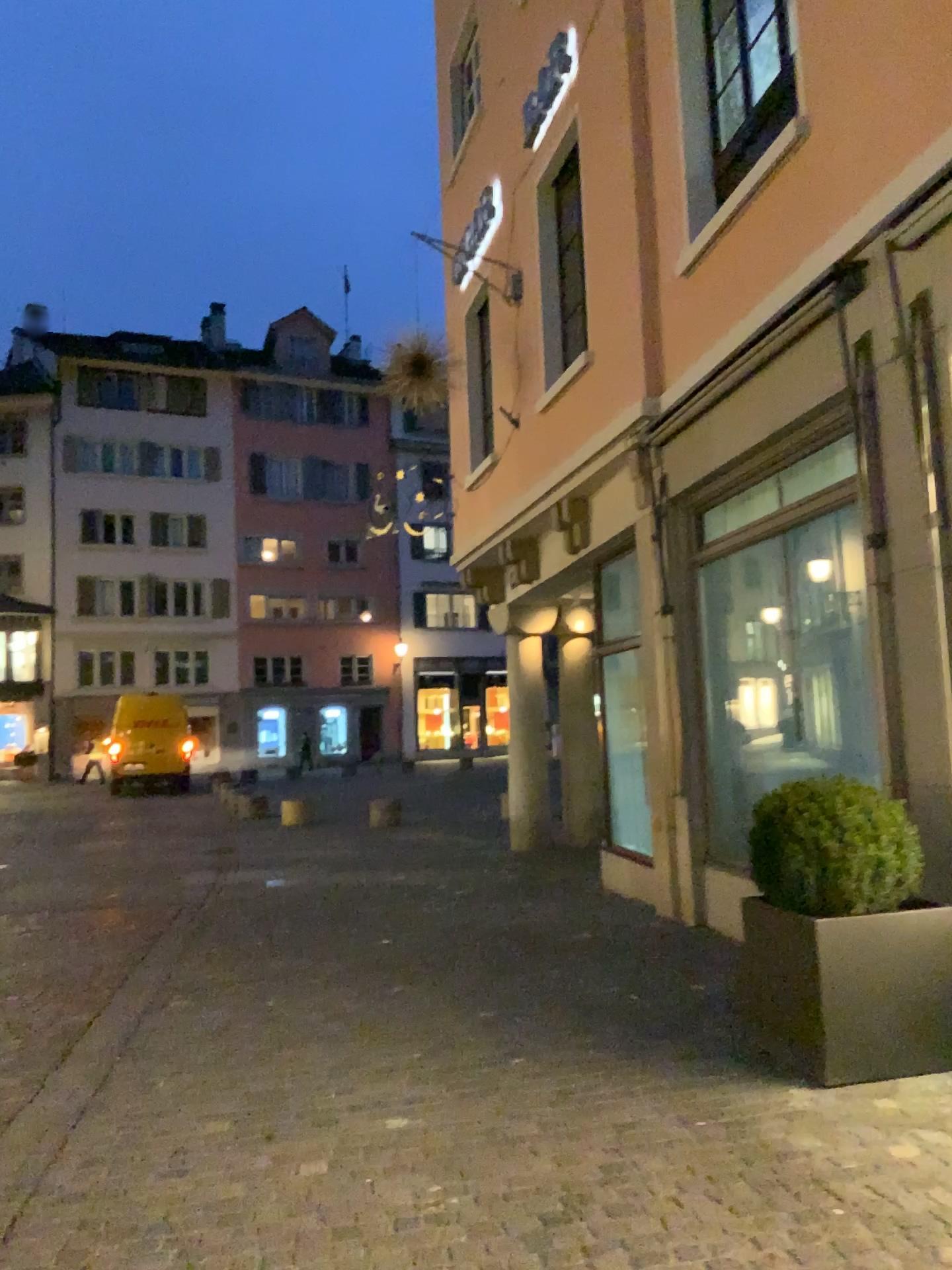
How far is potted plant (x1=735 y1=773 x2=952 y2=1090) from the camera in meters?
3.8 m

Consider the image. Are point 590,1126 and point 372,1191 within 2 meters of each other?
yes

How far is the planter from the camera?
3.8m

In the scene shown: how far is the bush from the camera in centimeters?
395cm

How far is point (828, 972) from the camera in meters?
3.8 m

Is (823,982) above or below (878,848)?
below

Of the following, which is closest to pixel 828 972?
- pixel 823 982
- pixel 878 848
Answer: pixel 823 982
